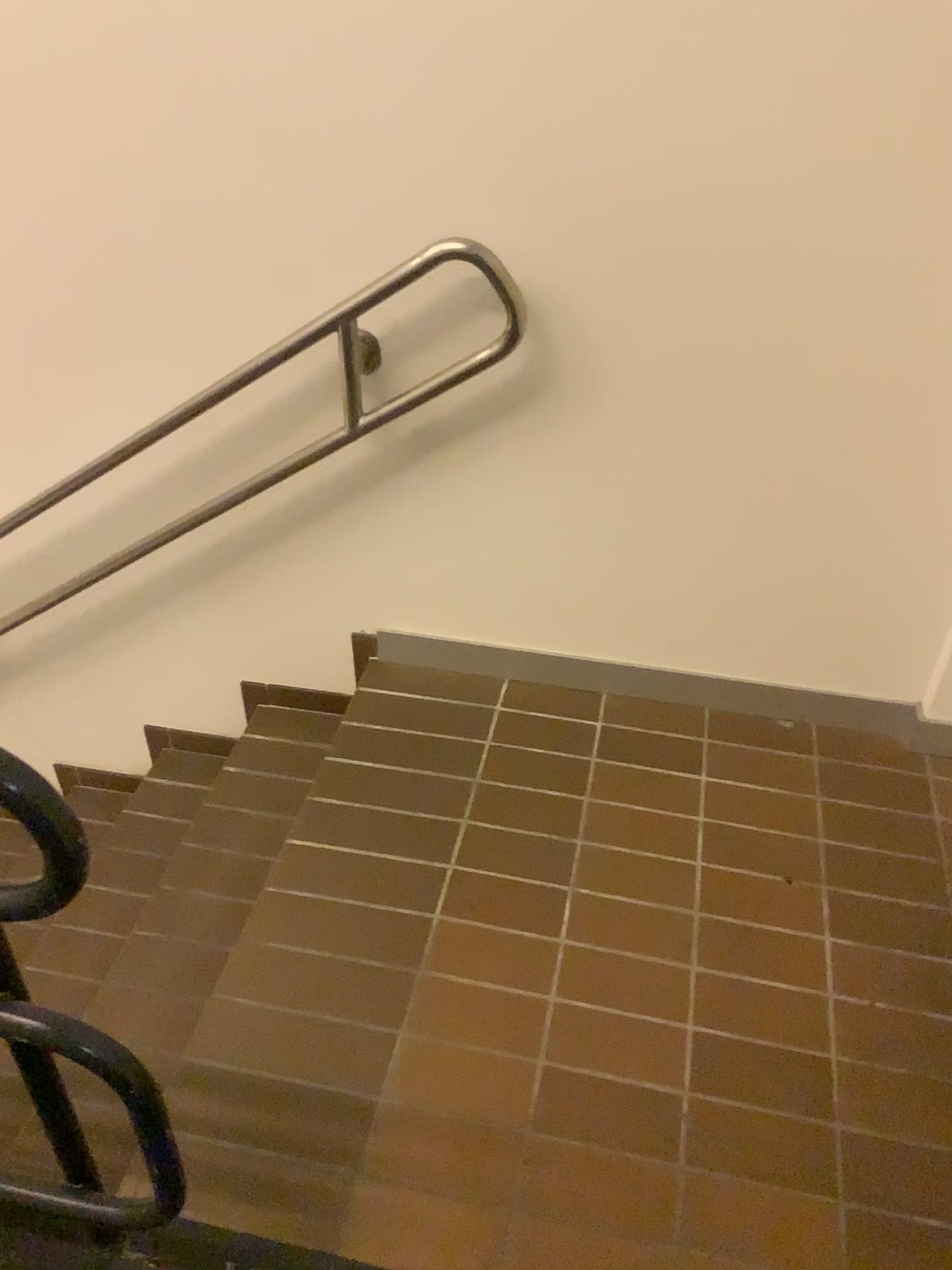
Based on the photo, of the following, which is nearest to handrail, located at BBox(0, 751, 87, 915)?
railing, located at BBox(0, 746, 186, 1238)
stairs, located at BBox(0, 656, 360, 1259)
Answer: railing, located at BBox(0, 746, 186, 1238)

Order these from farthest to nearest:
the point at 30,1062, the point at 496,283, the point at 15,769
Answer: the point at 496,283
the point at 30,1062
the point at 15,769

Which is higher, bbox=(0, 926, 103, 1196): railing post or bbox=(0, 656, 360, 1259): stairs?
bbox=(0, 926, 103, 1196): railing post

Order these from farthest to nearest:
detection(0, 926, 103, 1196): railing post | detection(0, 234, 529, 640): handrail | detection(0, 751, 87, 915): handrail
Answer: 1. detection(0, 234, 529, 640): handrail
2. detection(0, 926, 103, 1196): railing post
3. detection(0, 751, 87, 915): handrail

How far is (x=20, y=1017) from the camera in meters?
1.0 m

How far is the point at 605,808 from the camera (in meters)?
1.90

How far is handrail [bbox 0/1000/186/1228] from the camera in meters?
1.0

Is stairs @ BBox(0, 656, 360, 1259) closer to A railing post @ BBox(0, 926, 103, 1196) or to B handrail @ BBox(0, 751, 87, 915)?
A railing post @ BBox(0, 926, 103, 1196)

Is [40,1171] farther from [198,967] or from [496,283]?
[496,283]

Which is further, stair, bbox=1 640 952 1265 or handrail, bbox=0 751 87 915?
stair, bbox=1 640 952 1265
